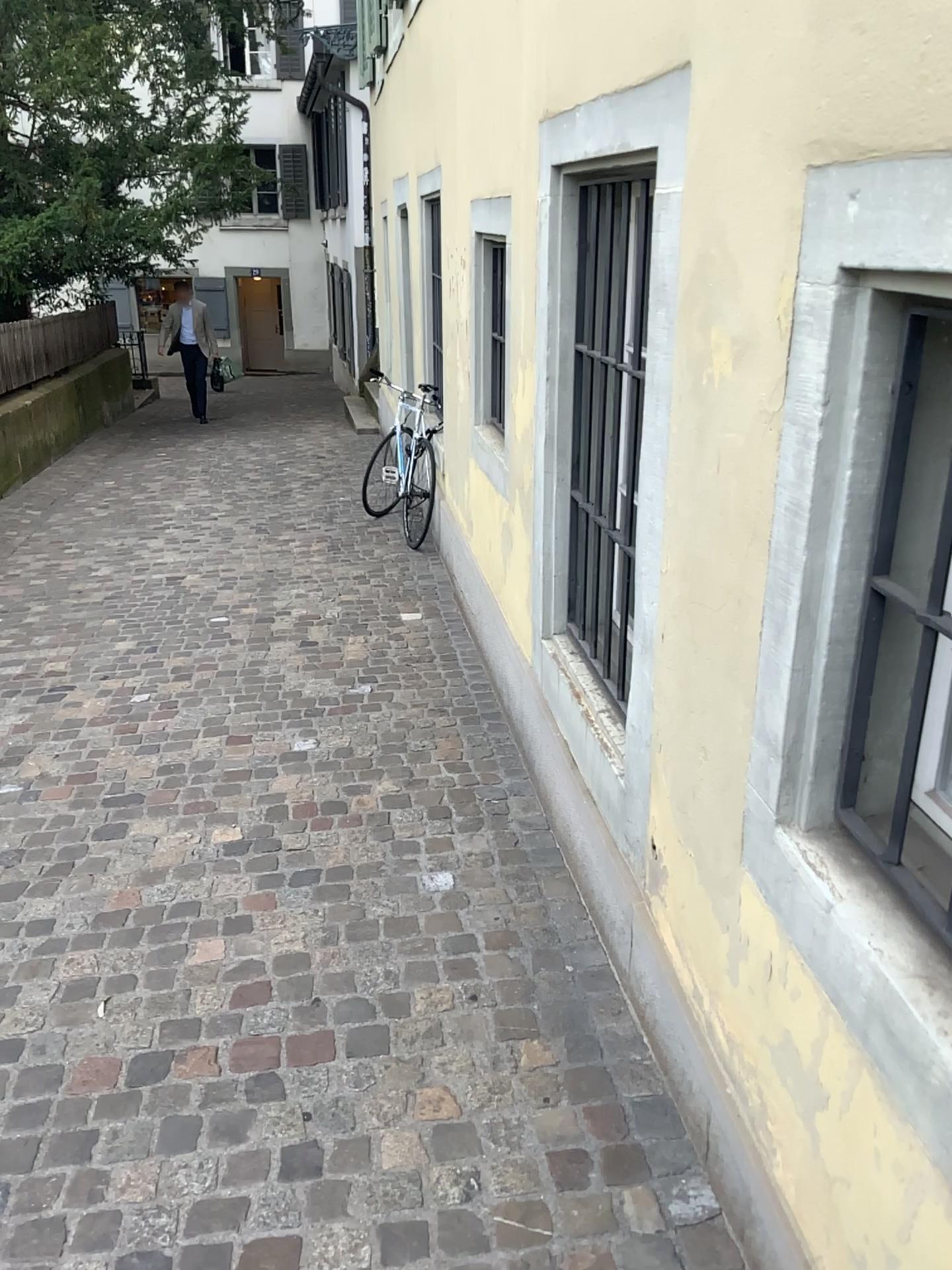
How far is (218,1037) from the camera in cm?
226

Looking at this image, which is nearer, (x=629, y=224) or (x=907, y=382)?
(x=907, y=382)

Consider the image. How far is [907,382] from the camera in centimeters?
126cm

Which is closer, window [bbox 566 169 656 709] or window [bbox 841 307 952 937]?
window [bbox 841 307 952 937]

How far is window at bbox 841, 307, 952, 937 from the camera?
1.3 meters
